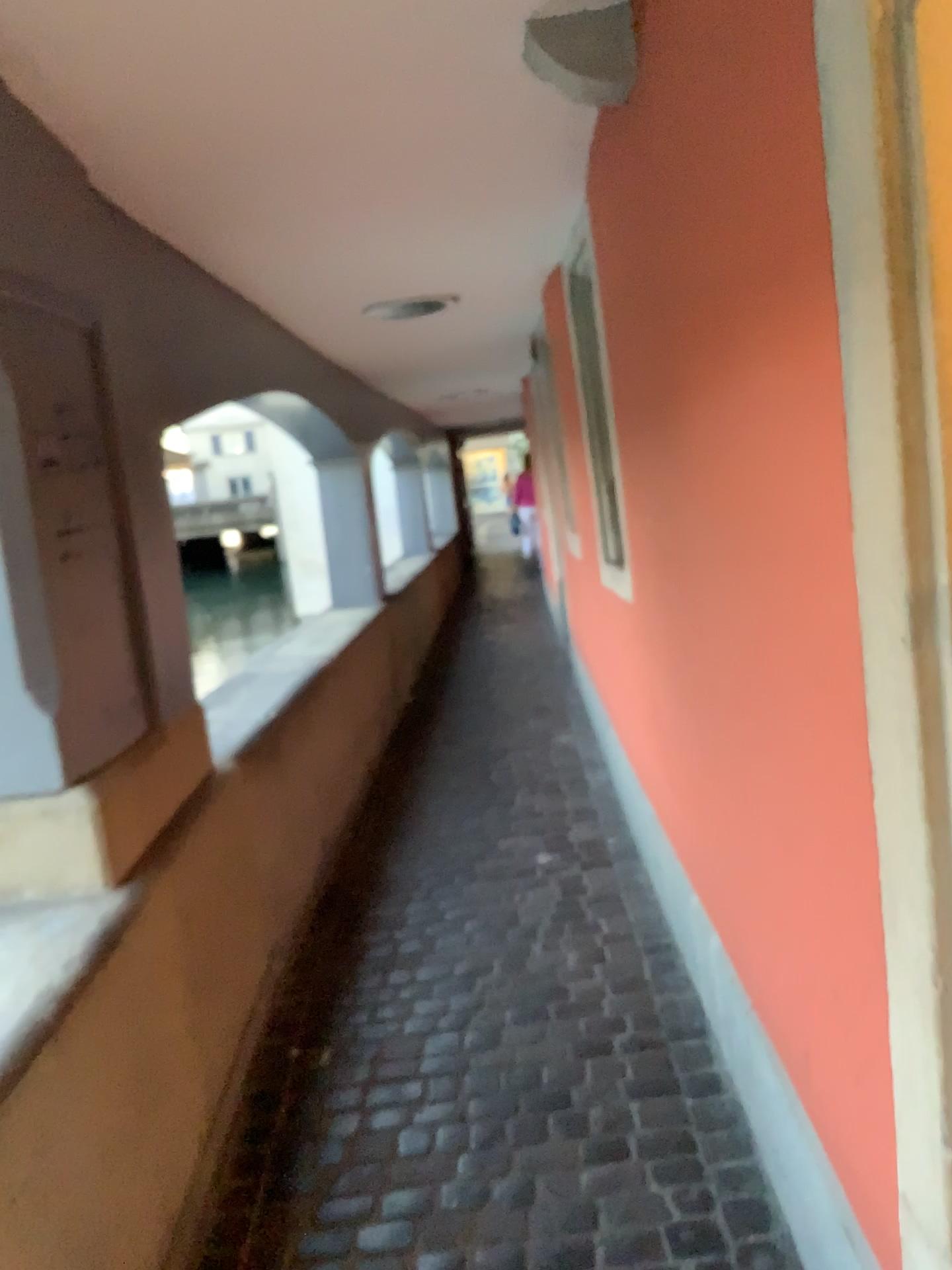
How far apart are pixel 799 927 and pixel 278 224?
2.1m
